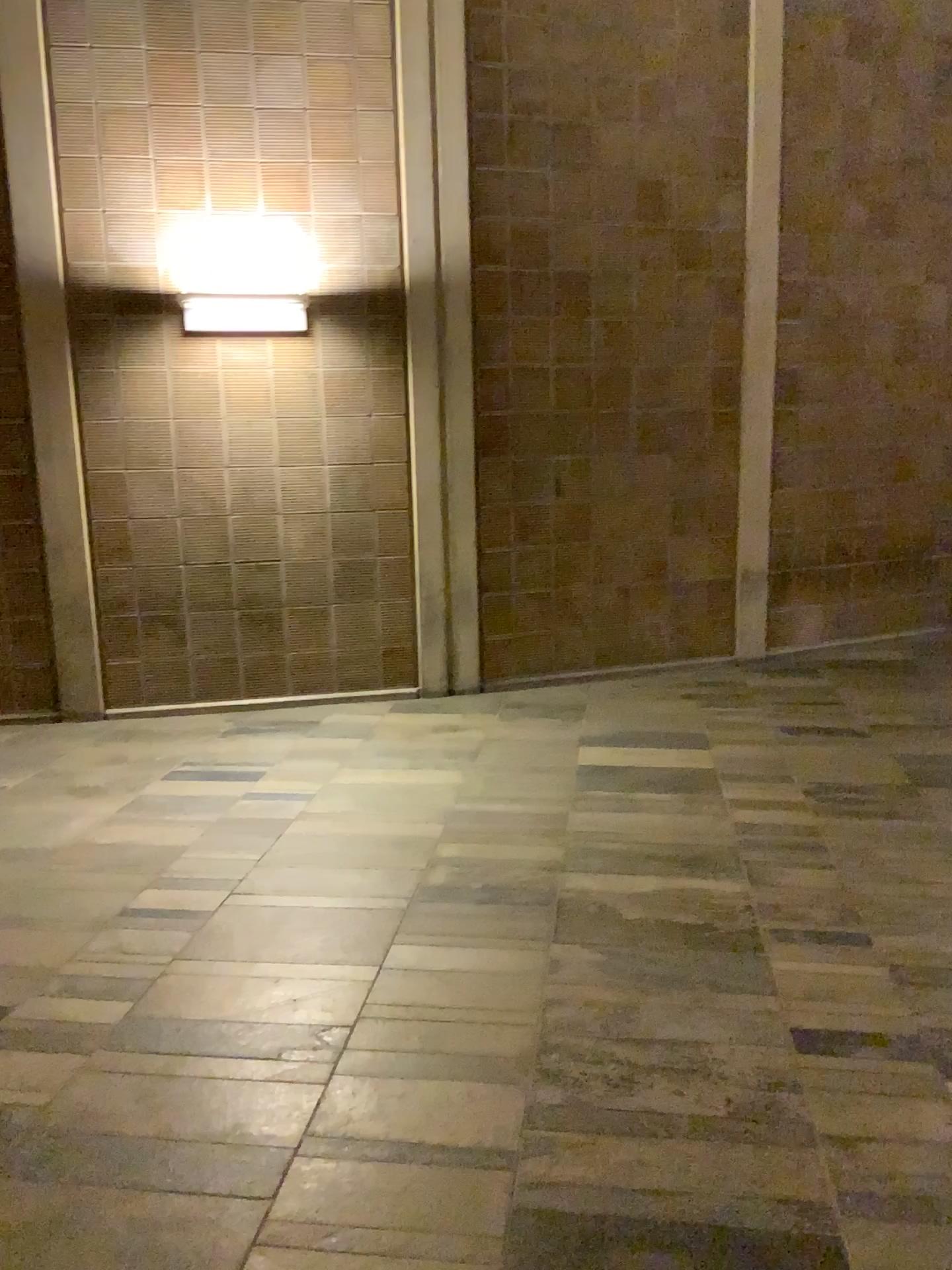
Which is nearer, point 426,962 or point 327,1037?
point 327,1037
